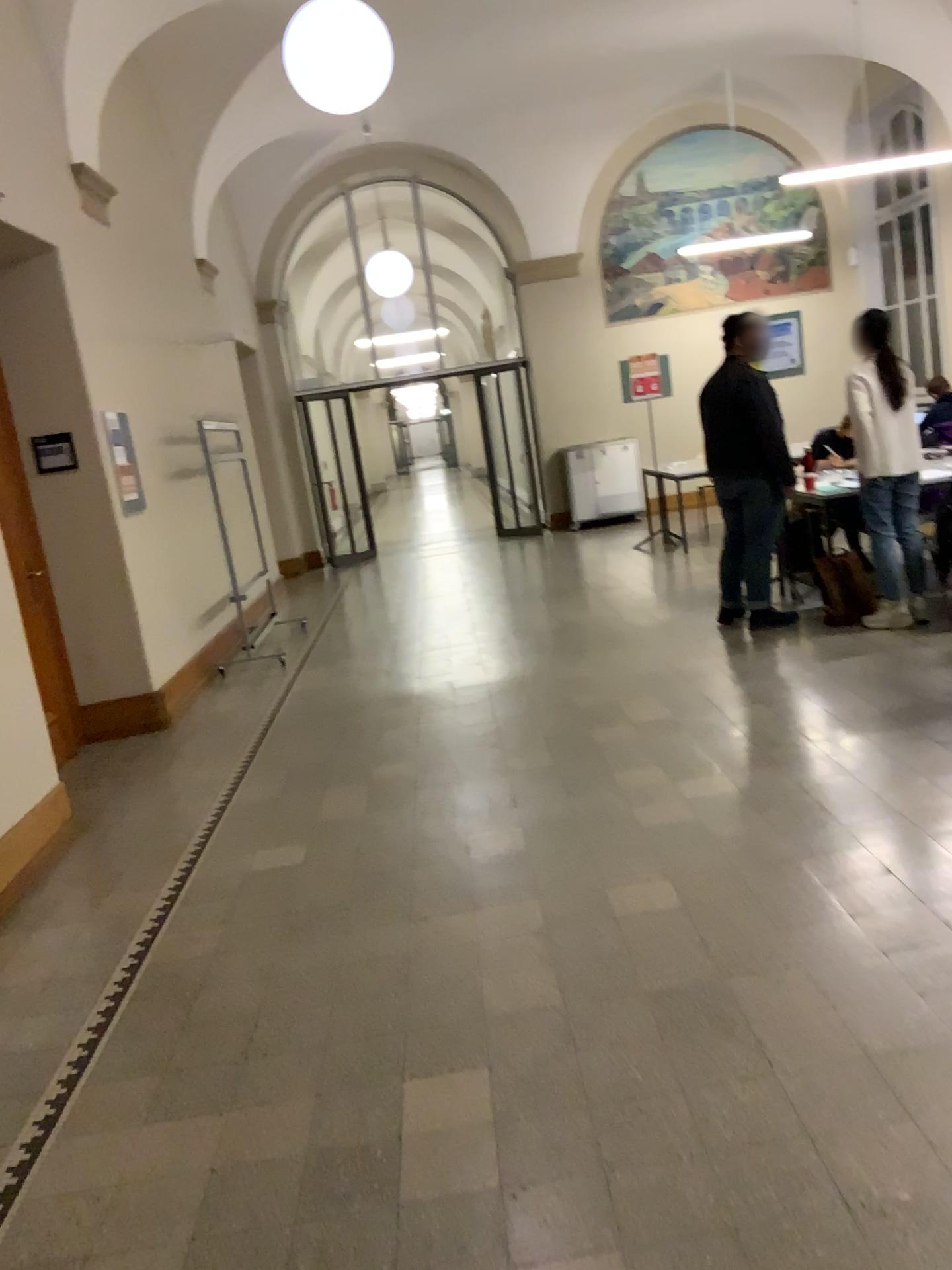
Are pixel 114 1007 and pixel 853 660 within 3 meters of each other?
no
